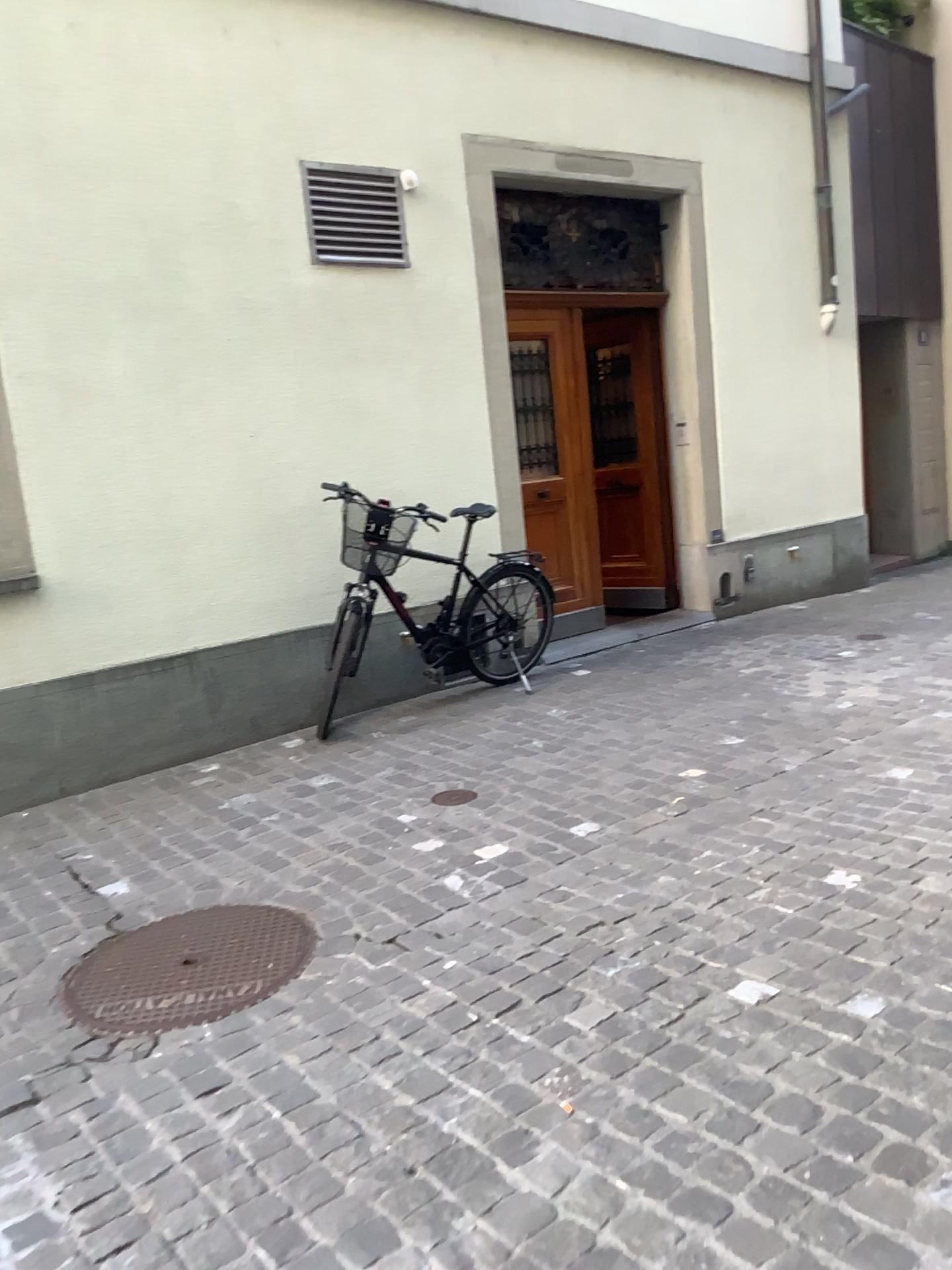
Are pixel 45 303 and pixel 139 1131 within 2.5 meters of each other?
no
